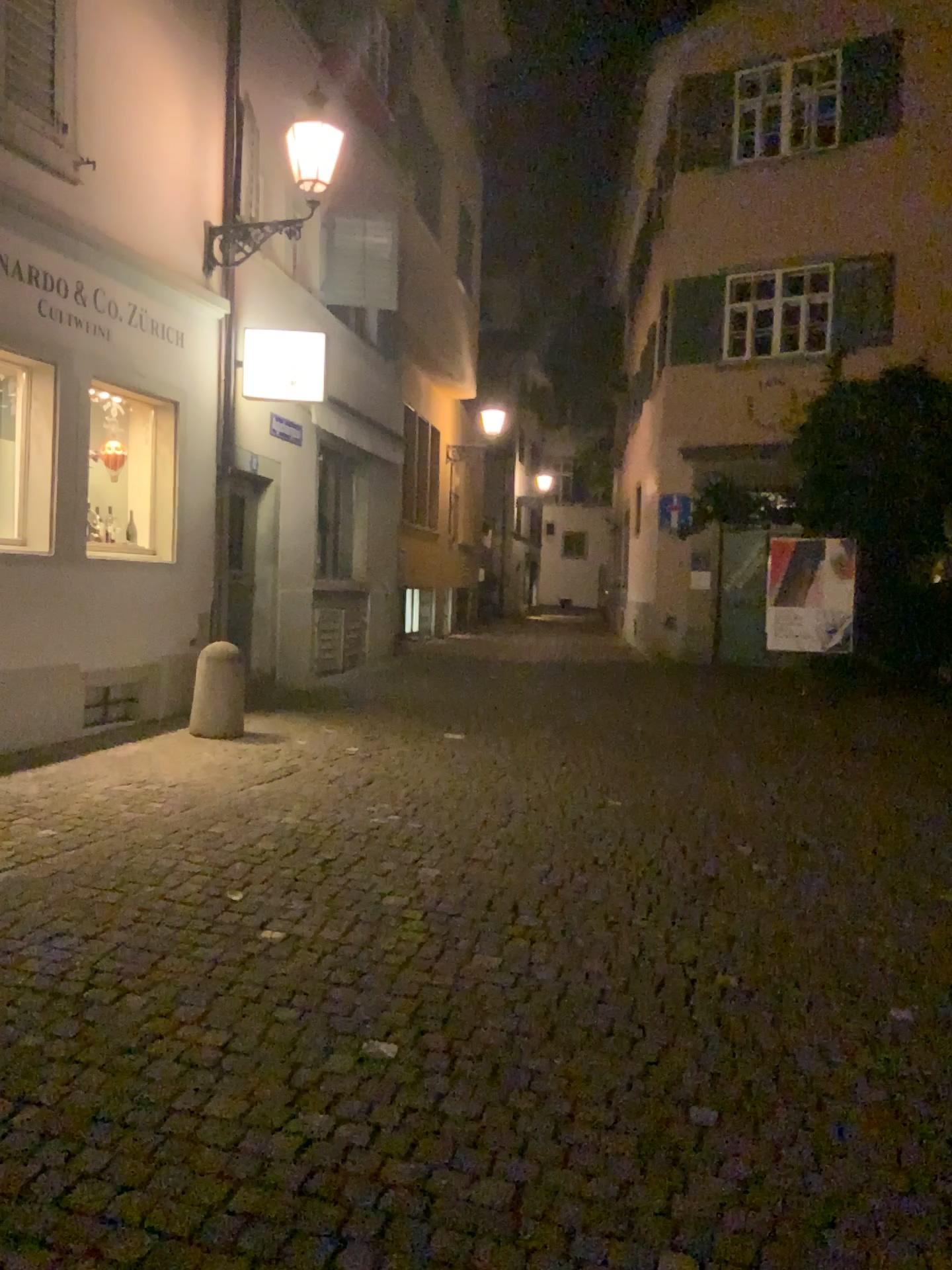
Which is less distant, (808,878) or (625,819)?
(808,878)
